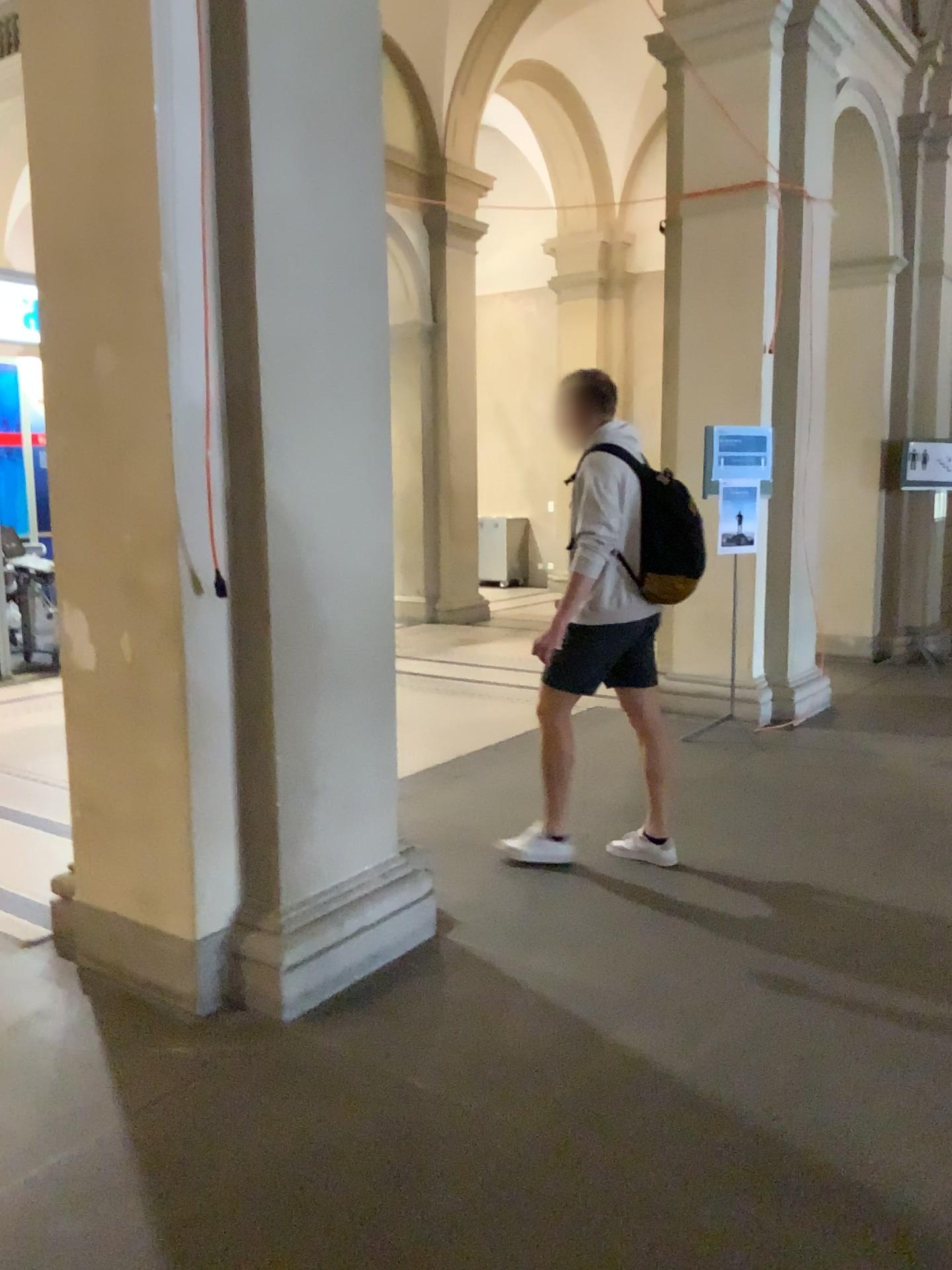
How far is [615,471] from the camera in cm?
387

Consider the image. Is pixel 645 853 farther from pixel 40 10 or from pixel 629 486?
pixel 40 10

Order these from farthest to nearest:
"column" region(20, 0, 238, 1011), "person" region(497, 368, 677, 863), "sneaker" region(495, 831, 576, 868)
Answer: "sneaker" region(495, 831, 576, 868), "person" region(497, 368, 677, 863), "column" region(20, 0, 238, 1011)

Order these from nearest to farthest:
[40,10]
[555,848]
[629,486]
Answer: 1. [40,10]
2. [629,486]
3. [555,848]

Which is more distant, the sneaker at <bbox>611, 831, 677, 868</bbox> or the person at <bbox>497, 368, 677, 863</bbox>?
the sneaker at <bbox>611, 831, 677, 868</bbox>

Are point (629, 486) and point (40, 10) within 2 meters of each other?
no

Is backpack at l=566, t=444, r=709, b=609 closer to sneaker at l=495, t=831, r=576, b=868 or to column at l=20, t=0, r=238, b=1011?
sneaker at l=495, t=831, r=576, b=868

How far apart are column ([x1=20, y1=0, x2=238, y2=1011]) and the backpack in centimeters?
A: 162cm

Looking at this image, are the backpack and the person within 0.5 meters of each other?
yes

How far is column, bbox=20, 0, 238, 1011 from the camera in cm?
281
